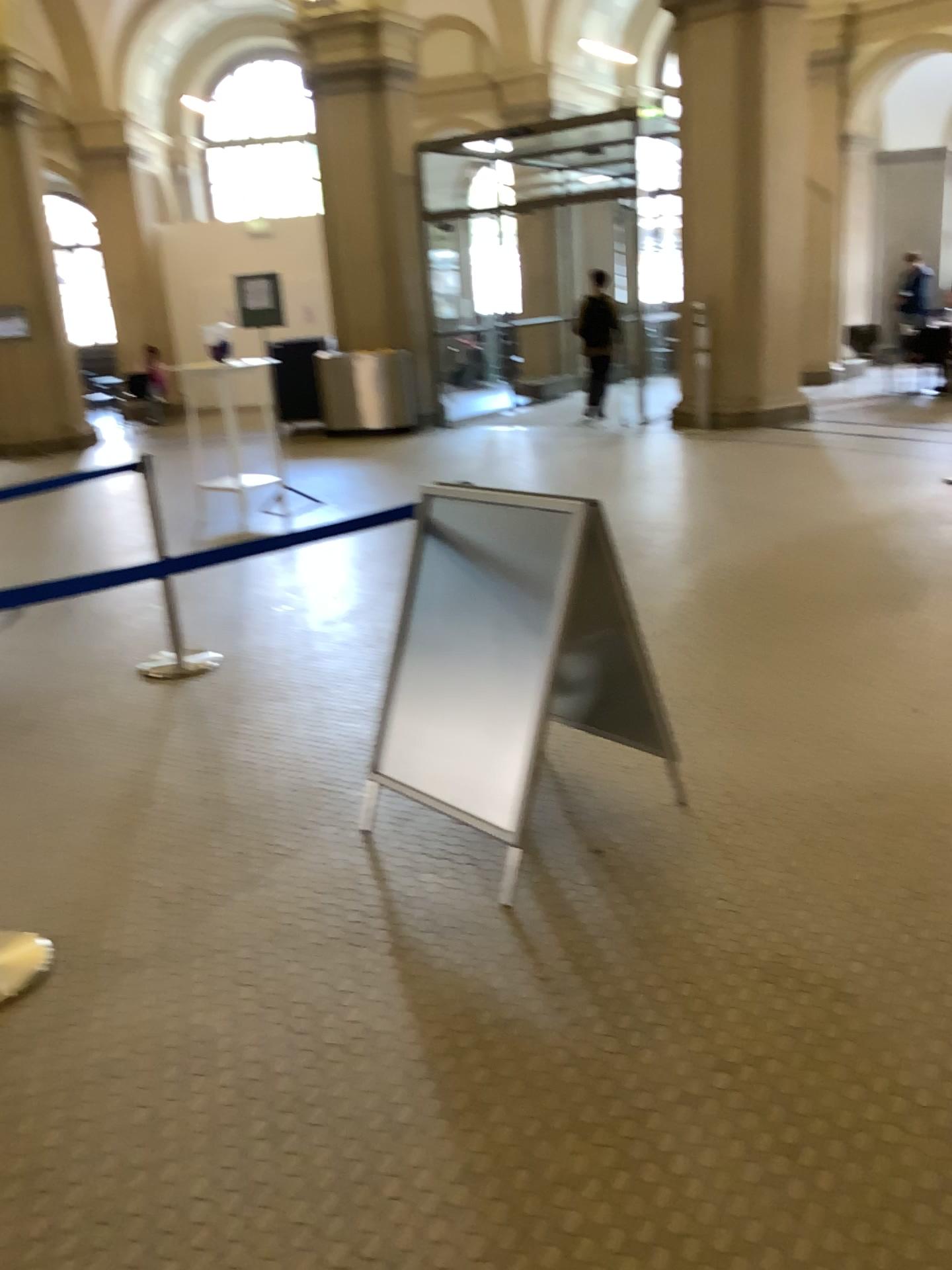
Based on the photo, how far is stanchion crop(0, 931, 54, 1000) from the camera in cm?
248

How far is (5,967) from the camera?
2.49m

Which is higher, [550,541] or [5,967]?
[550,541]

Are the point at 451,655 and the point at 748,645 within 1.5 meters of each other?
no
